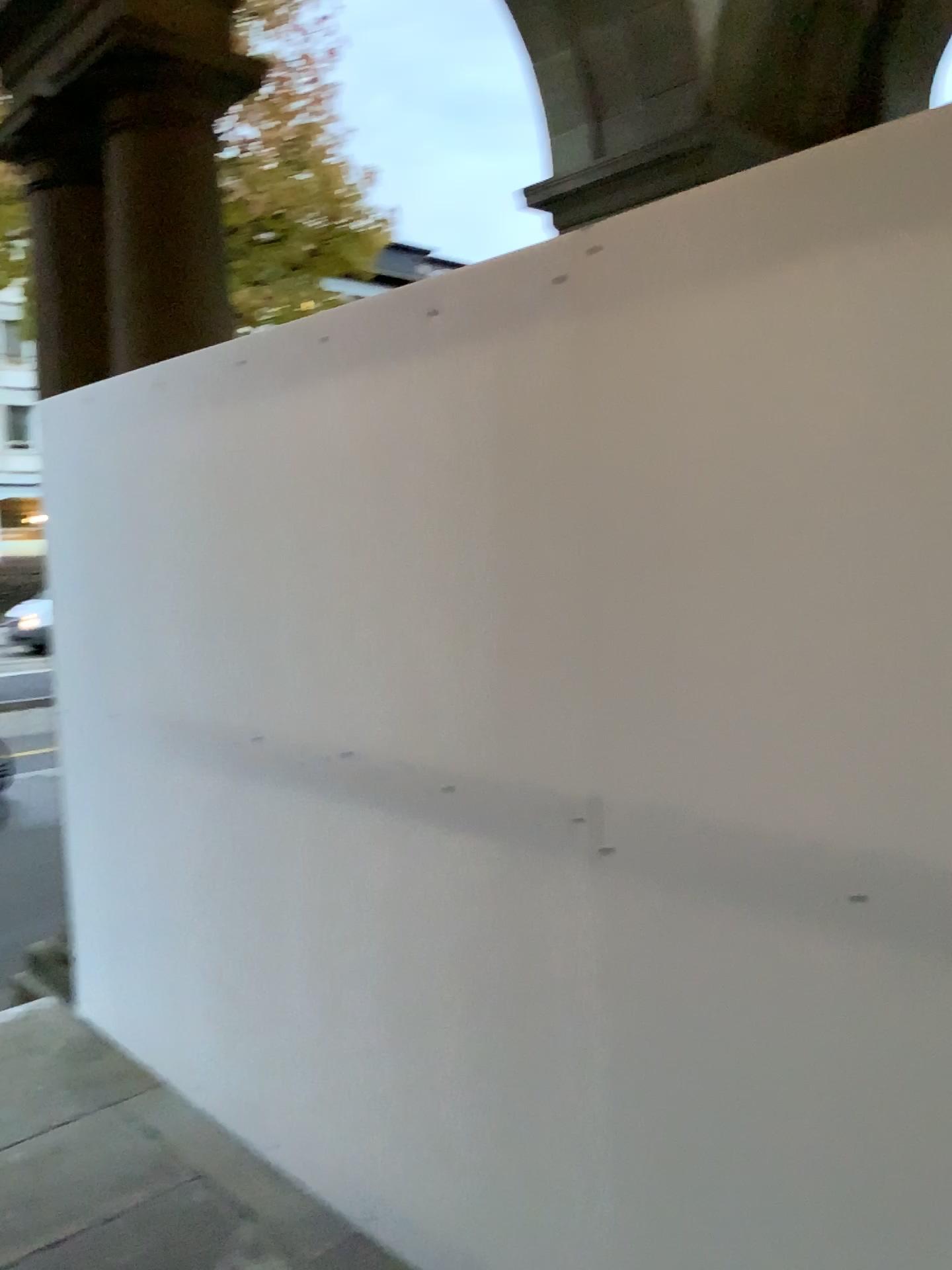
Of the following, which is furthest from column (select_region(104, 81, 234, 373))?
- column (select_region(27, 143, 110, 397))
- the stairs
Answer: the stairs

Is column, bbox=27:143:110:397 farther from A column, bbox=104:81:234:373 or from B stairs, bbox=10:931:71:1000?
B stairs, bbox=10:931:71:1000

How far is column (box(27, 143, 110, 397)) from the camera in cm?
376

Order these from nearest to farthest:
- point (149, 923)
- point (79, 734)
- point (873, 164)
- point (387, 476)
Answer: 1. point (873, 164)
2. point (387, 476)
3. point (149, 923)
4. point (79, 734)

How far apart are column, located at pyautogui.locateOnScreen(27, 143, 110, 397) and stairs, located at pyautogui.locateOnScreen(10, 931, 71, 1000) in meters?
2.2

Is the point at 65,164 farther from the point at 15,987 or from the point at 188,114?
the point at 15,987

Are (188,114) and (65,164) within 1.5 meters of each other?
yes

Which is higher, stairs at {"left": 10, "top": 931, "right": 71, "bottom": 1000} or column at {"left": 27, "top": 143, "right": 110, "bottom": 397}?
column at {"left": 27, "top": 143, "right": 110, "bottom": 397}

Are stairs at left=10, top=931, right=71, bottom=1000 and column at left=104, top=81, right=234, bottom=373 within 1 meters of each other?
no

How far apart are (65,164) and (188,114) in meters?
0.8
